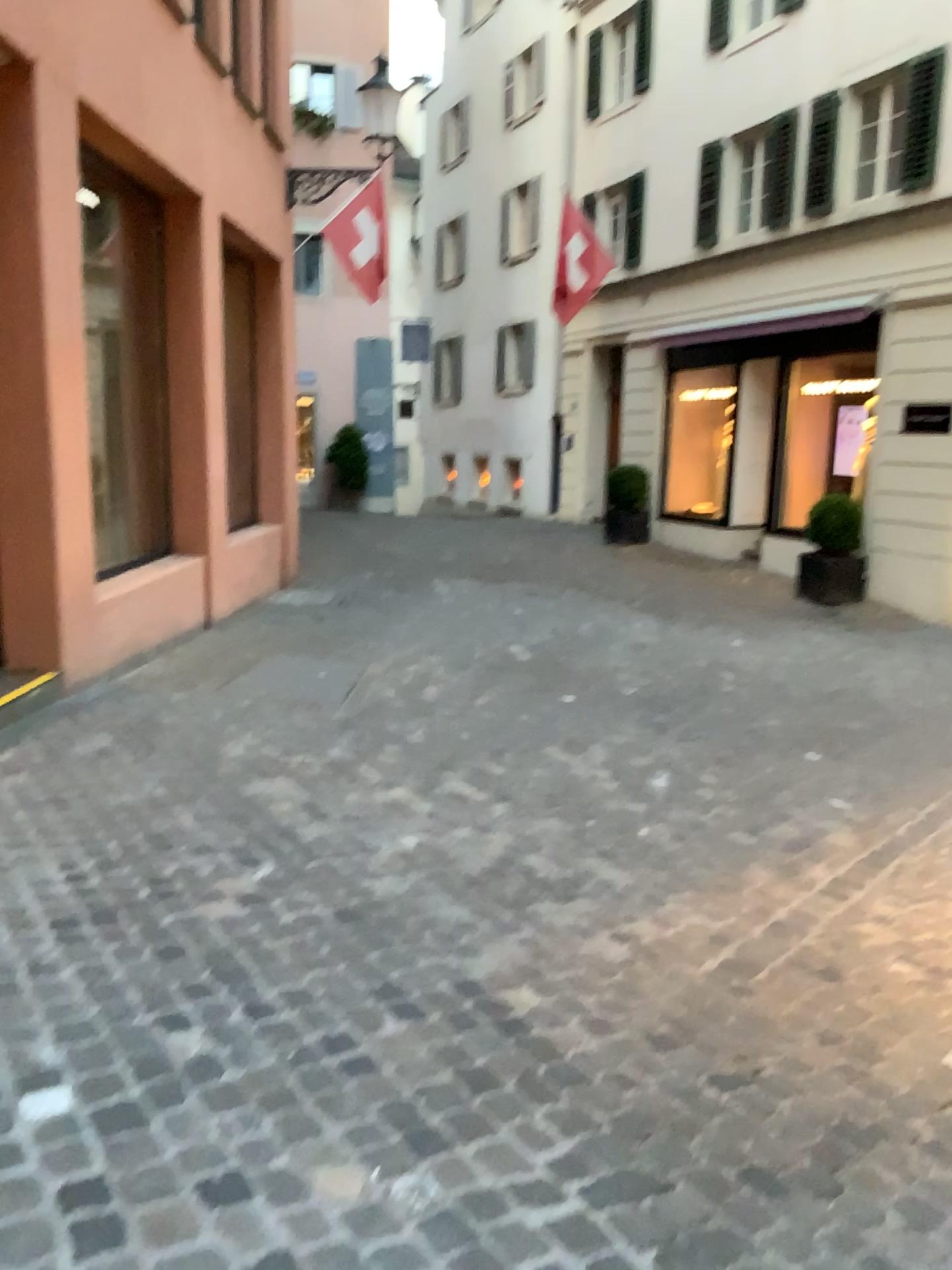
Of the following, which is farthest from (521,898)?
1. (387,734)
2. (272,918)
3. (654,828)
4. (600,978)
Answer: (387,734)
